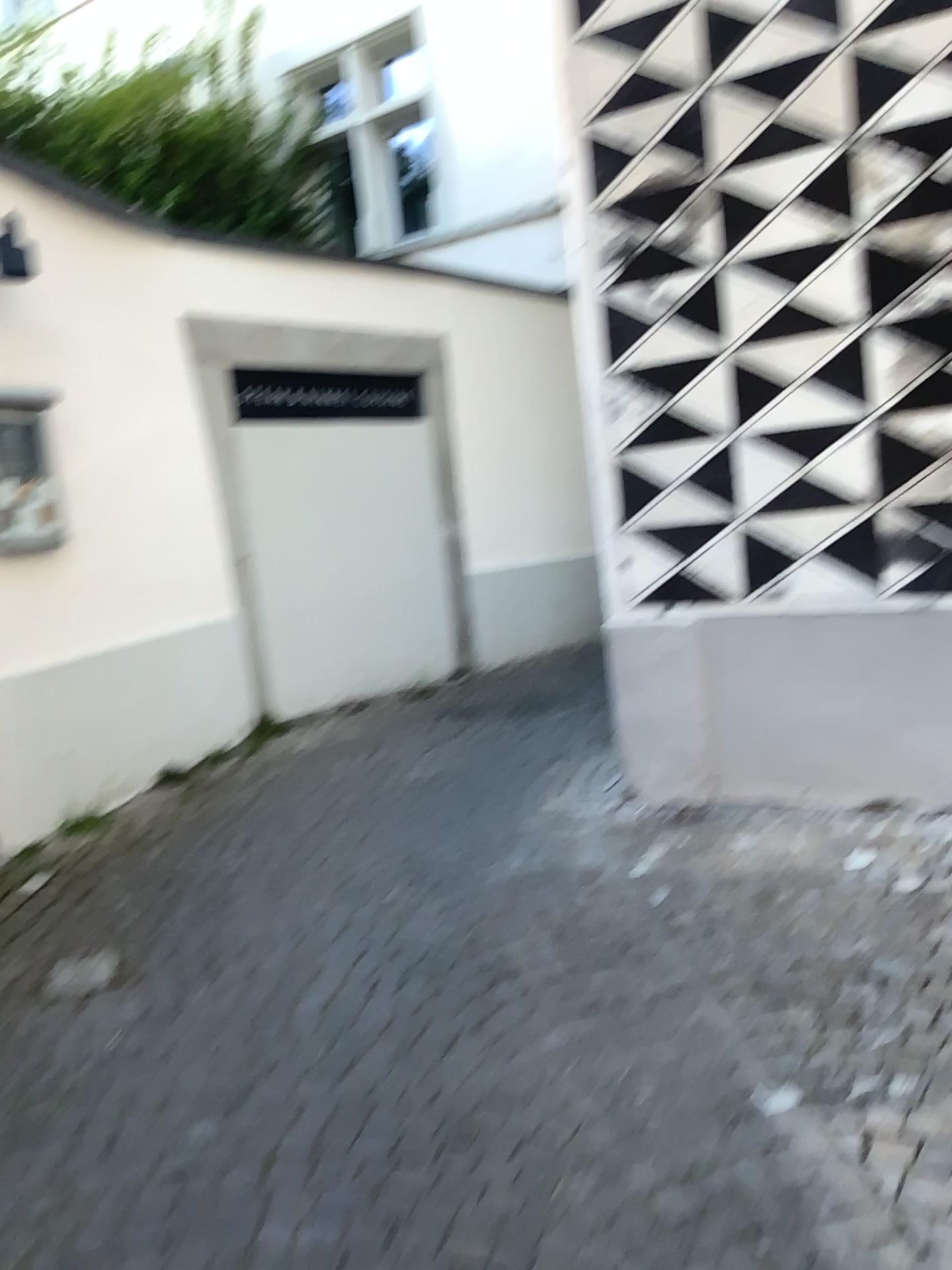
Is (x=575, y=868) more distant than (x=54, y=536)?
No

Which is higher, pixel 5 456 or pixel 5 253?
pixel 5 253

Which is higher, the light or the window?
the light

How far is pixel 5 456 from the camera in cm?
376

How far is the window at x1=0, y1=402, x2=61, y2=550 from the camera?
3.8 meters
